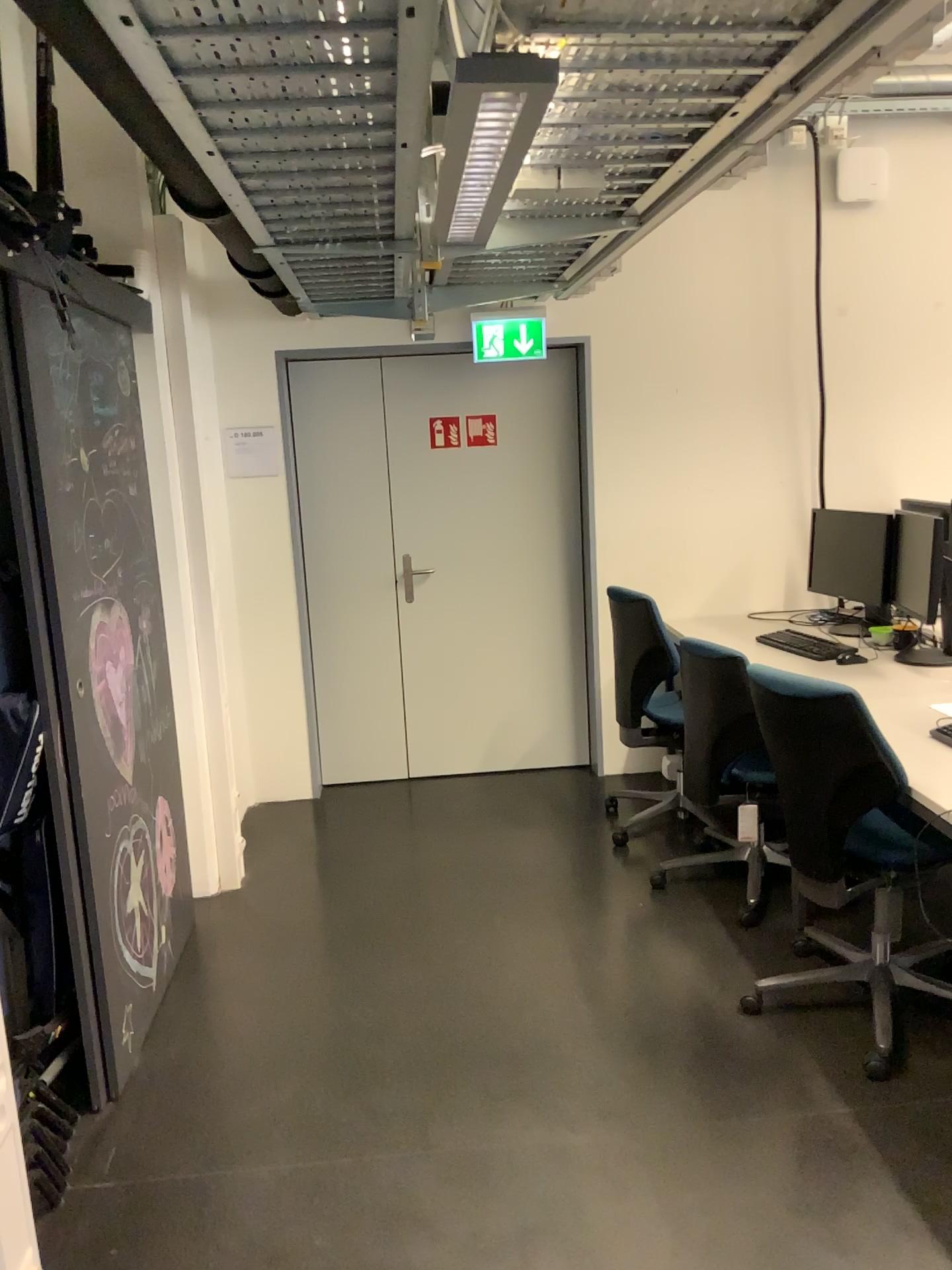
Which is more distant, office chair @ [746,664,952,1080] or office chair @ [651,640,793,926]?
office chair @ [651,640,793,926]

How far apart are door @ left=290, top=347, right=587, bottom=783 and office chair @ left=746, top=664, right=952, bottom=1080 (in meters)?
2.31

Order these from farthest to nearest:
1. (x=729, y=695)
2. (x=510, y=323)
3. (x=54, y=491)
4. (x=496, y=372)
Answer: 1. (x=496, y=372)
2. (x=510, y=323)
3. (x=729, y=695)
4. (x=54, y=491)

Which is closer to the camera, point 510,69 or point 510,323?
point 510,69

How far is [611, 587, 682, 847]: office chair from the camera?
4.00m

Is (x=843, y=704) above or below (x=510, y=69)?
below

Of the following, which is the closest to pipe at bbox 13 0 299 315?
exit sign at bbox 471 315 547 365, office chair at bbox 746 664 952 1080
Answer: office chair at bbox 746 664 952 1080

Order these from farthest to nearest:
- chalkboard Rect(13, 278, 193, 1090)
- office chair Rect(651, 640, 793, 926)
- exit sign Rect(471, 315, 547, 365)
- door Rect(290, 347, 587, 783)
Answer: door Rect(290, 347, 587, 783) → exit sign Rect(471, 315, 547, 365) → office chair Rect(651, 640, 793, 926) → chalkboard Rect(13, 278, 193, 1090)

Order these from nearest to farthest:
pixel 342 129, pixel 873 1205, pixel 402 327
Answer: pixel 342 129, pixel 873 1205, pixel 402 327

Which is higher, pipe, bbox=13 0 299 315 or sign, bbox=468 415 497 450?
pipe, bbox=13 0 299 315
